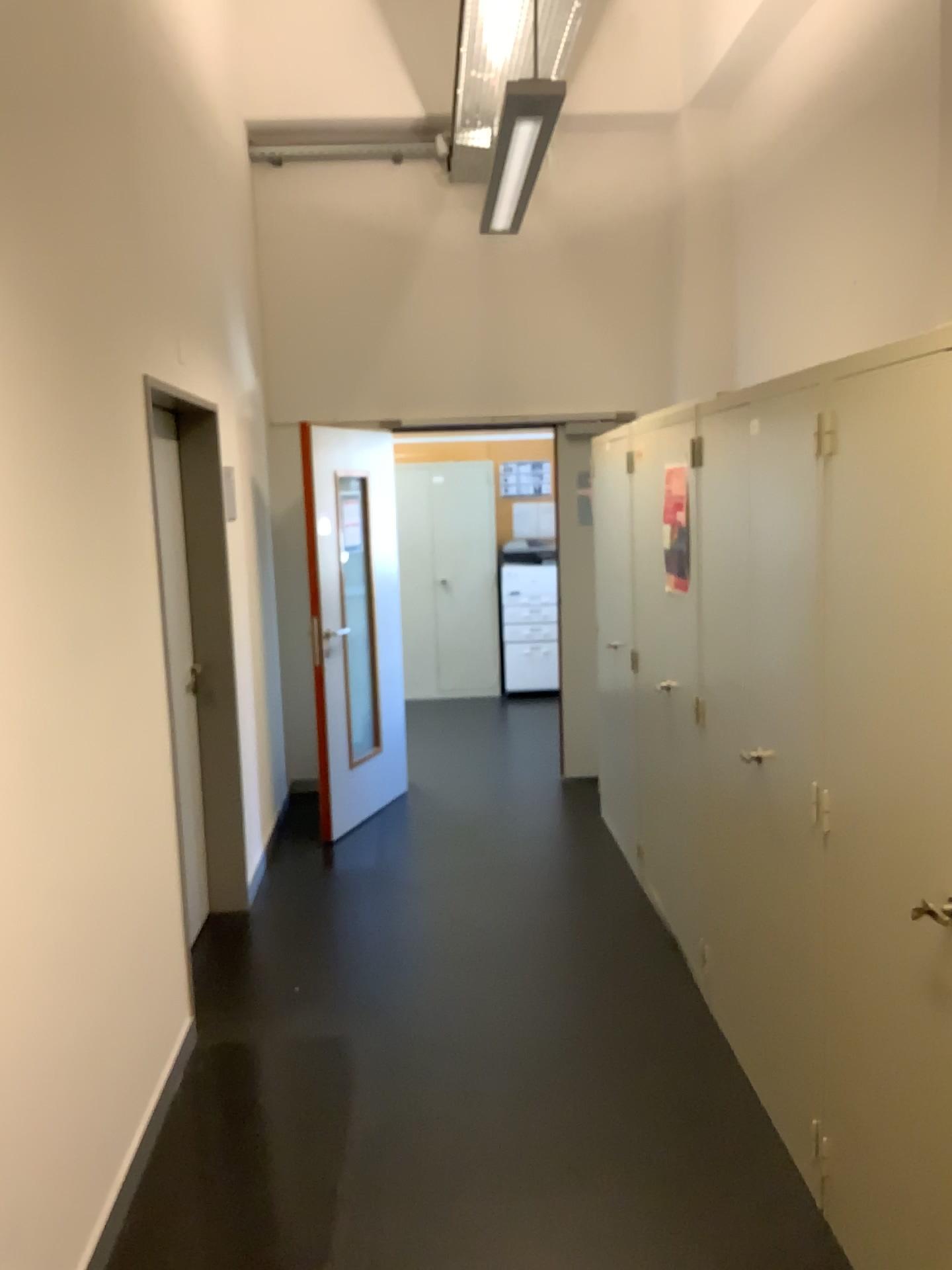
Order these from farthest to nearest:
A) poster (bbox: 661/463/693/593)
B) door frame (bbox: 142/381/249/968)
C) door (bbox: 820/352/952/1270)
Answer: door frame (bbox: 142/381/249/968)
poster (bbox: 661/463/693/593)
door (bbox: 820/352/952/1270)

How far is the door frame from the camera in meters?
4.1

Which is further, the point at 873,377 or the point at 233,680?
the point at 233,680

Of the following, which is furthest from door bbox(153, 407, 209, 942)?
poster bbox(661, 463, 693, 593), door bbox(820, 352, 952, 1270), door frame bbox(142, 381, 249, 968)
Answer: door bbox(820, 352, 952, 1270)

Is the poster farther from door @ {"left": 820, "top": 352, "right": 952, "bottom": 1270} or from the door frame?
the door frame

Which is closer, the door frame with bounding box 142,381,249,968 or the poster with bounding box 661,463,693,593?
the poster with bounding box 661,463,693,593

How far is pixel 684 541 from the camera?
3.5 meters

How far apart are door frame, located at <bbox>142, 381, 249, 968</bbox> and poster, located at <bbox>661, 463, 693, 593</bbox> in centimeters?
175cm

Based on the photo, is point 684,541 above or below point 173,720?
above

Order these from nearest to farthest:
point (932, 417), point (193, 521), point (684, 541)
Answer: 1. point (932, 417)
2. point (684, 541)
3. point (193, 521)
